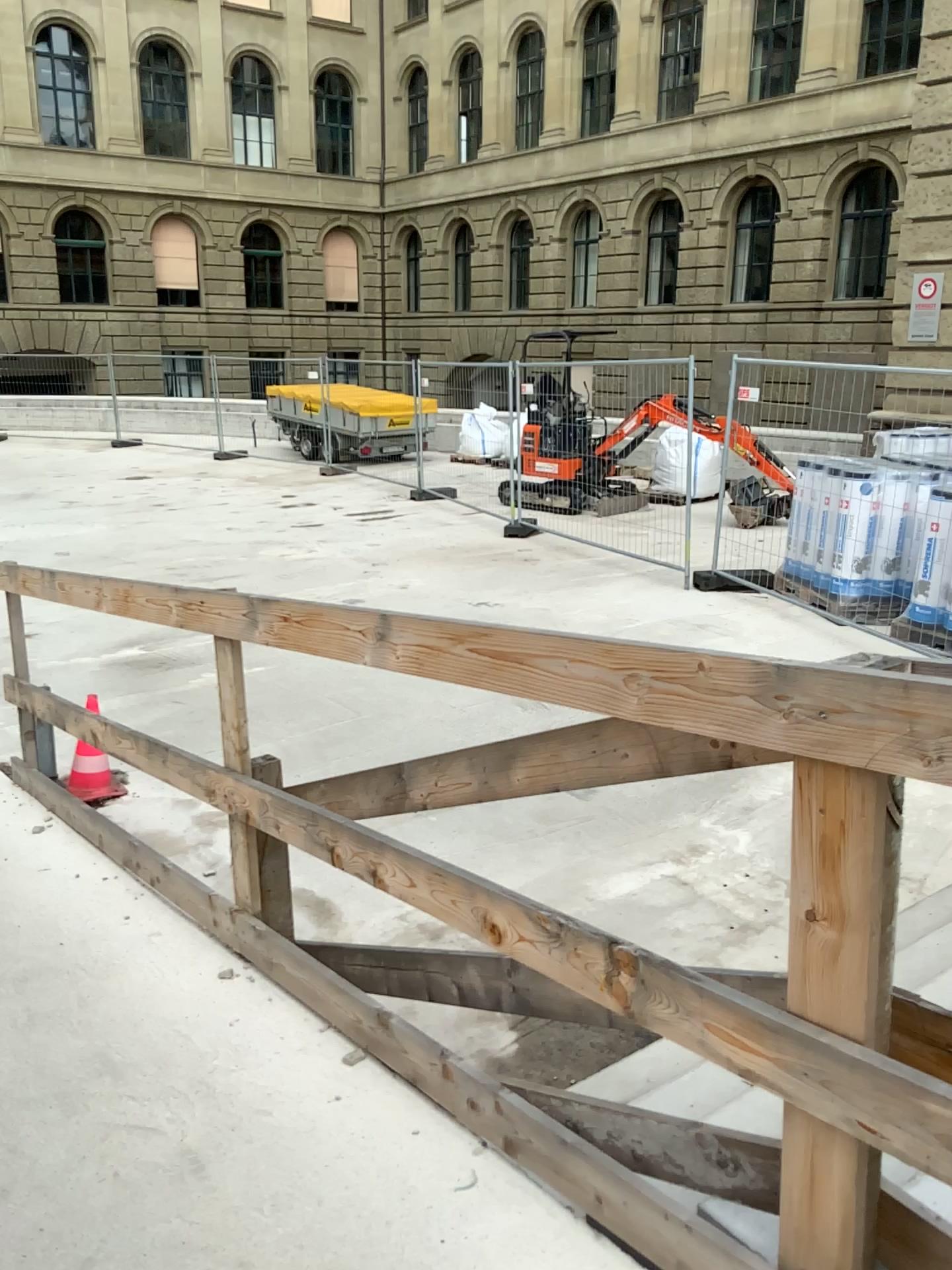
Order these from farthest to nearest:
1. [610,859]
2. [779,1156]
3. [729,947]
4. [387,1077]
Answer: [610,859], [729,947], [387,1077], [779,1156]
